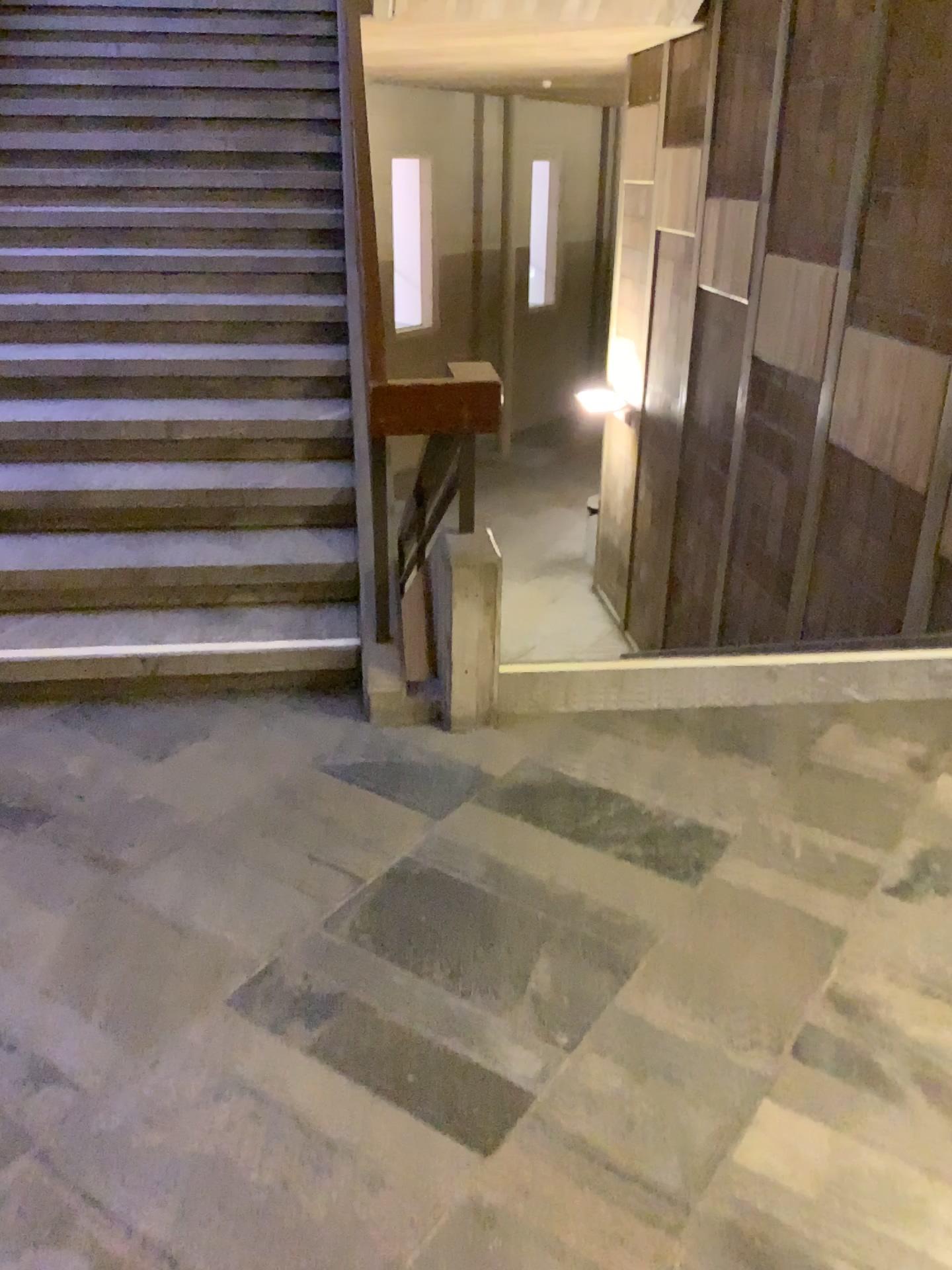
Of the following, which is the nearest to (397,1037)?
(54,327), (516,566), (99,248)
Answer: (54,327)
